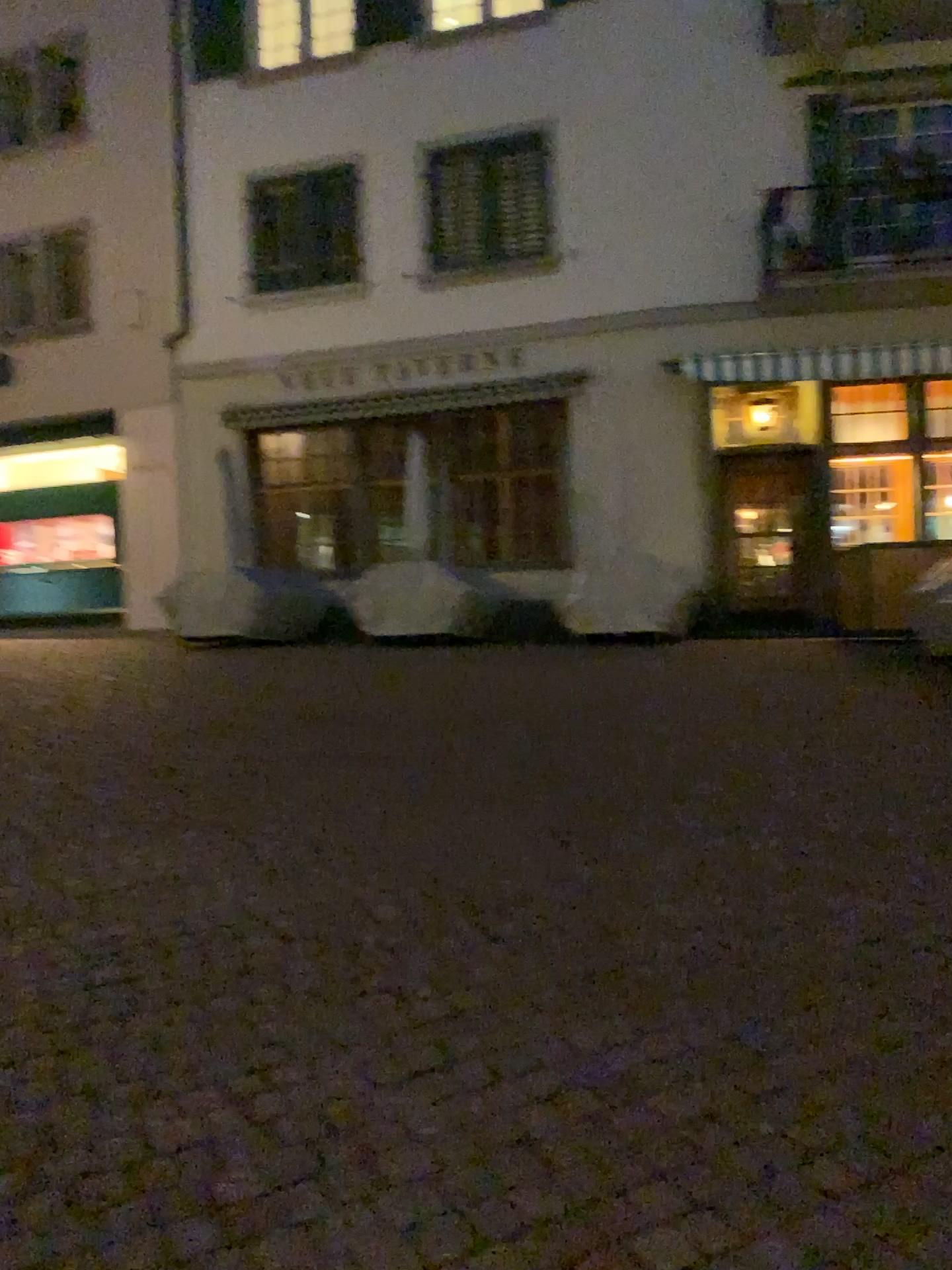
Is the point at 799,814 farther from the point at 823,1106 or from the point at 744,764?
the point at 823,1106
